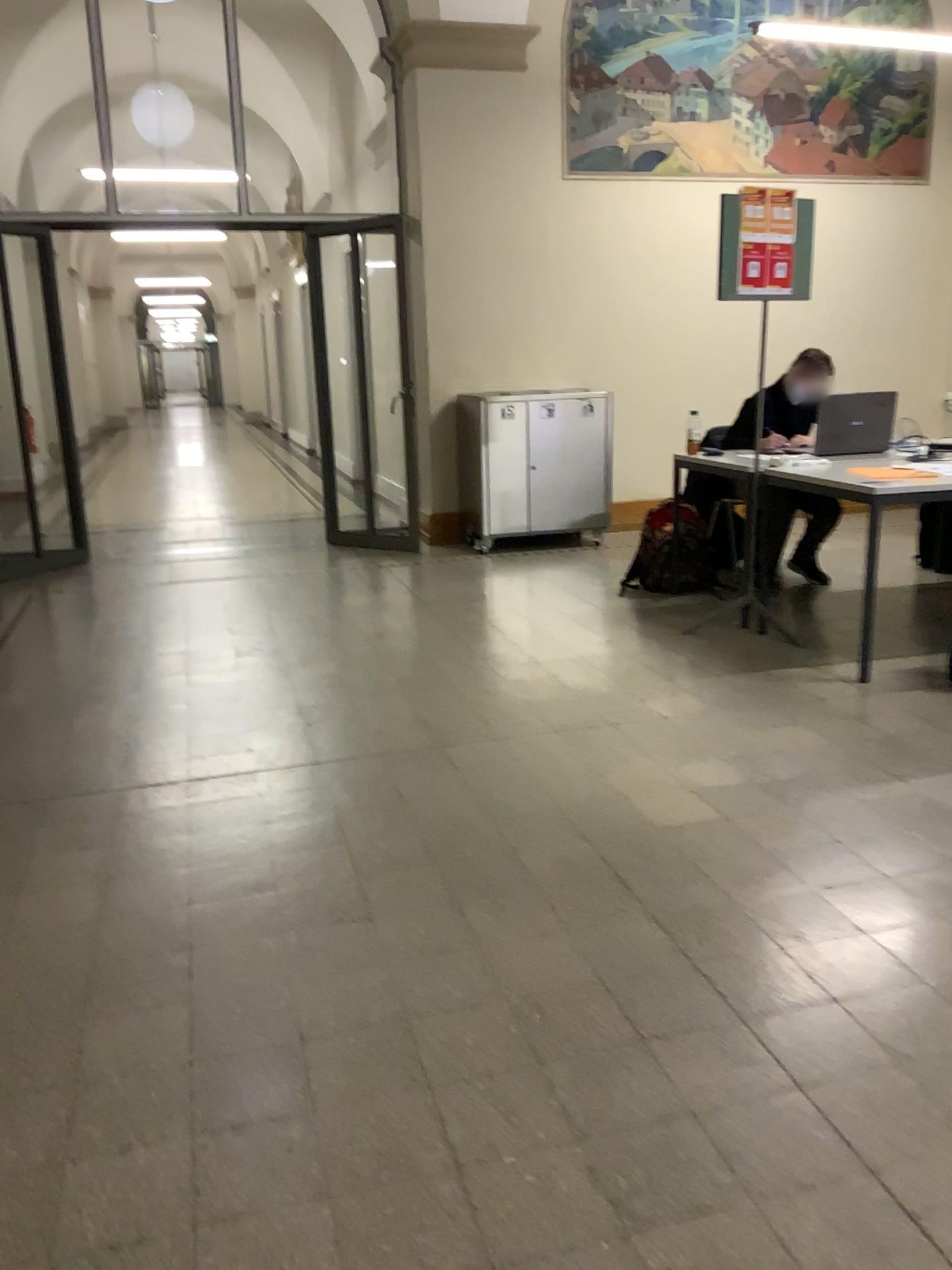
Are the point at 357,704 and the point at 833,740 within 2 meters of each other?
yes
